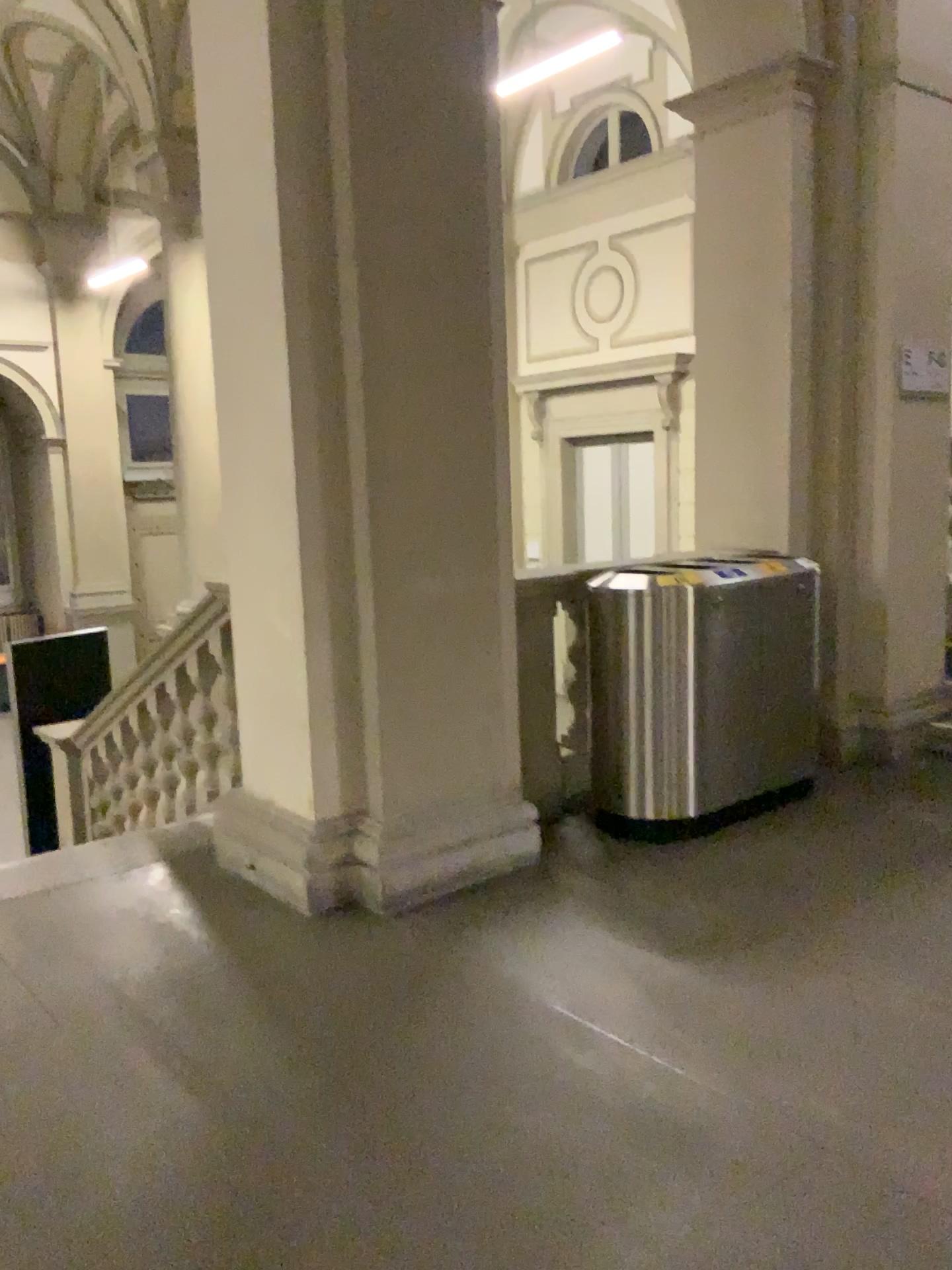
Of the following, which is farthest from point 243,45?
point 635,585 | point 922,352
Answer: point 922,352

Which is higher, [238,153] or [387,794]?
[238,153]

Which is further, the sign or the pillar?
the sign

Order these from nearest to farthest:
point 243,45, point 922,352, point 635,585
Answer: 1. point 243,45
2. point 635,585
3. point 922,352

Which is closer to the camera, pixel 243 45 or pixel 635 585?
pixel 243 45

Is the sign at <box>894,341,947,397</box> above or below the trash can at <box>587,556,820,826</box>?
above

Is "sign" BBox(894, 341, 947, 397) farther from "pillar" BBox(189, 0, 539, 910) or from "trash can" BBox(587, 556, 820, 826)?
"pillar" BBox(189, 0, 539, 910)

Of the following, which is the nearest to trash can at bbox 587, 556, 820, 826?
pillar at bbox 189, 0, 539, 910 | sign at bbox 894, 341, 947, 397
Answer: pillar at bbox 189, 0, 539, 910

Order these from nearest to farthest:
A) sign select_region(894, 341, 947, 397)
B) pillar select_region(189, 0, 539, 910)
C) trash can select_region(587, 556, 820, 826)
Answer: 1. pillar select_region(189, 0, 539, 910)
2. trash can select_region(587, 556, 820, 826)
3. sign select_region(894, 341, 947, 397)
